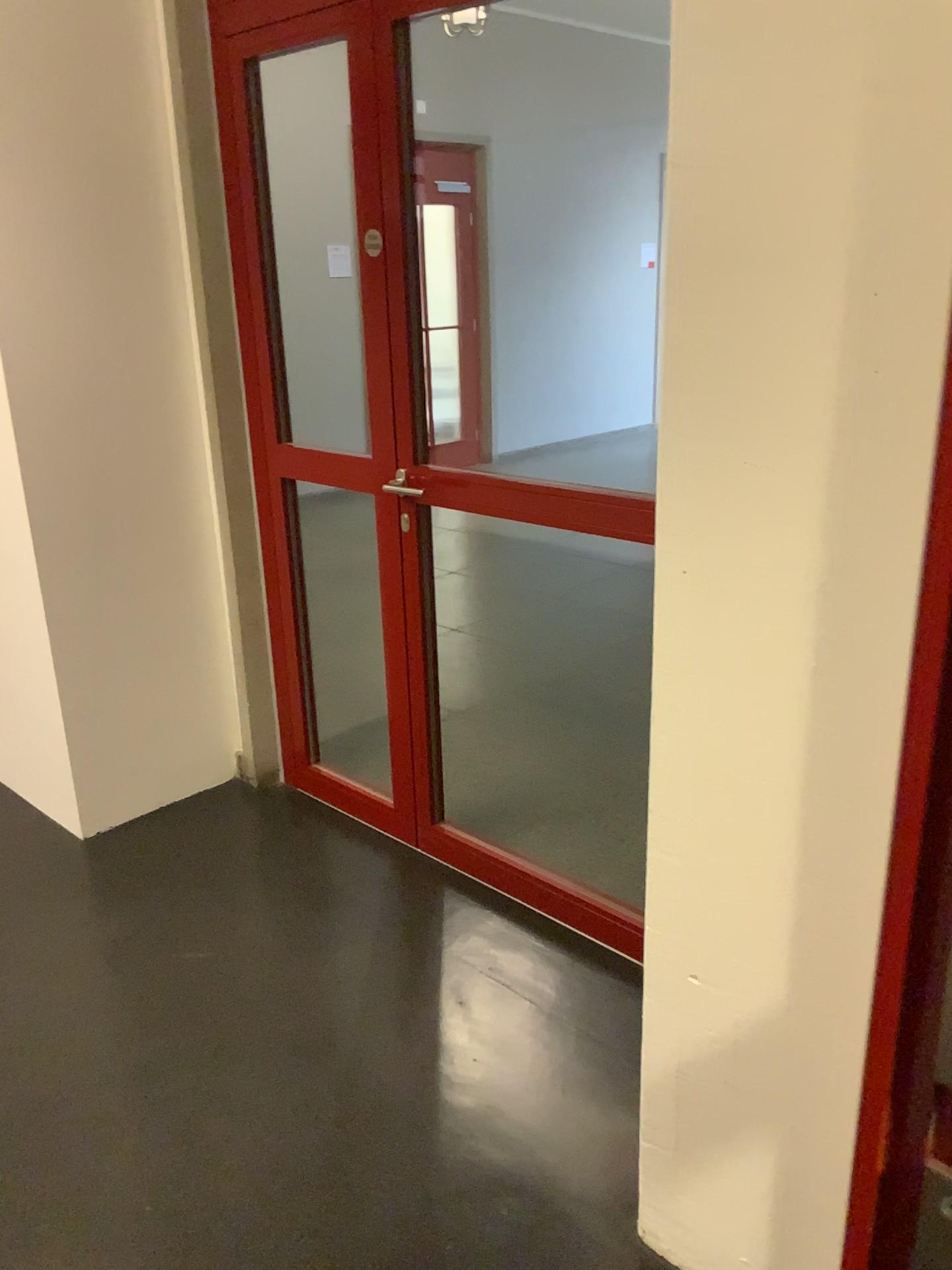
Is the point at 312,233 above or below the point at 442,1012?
above
